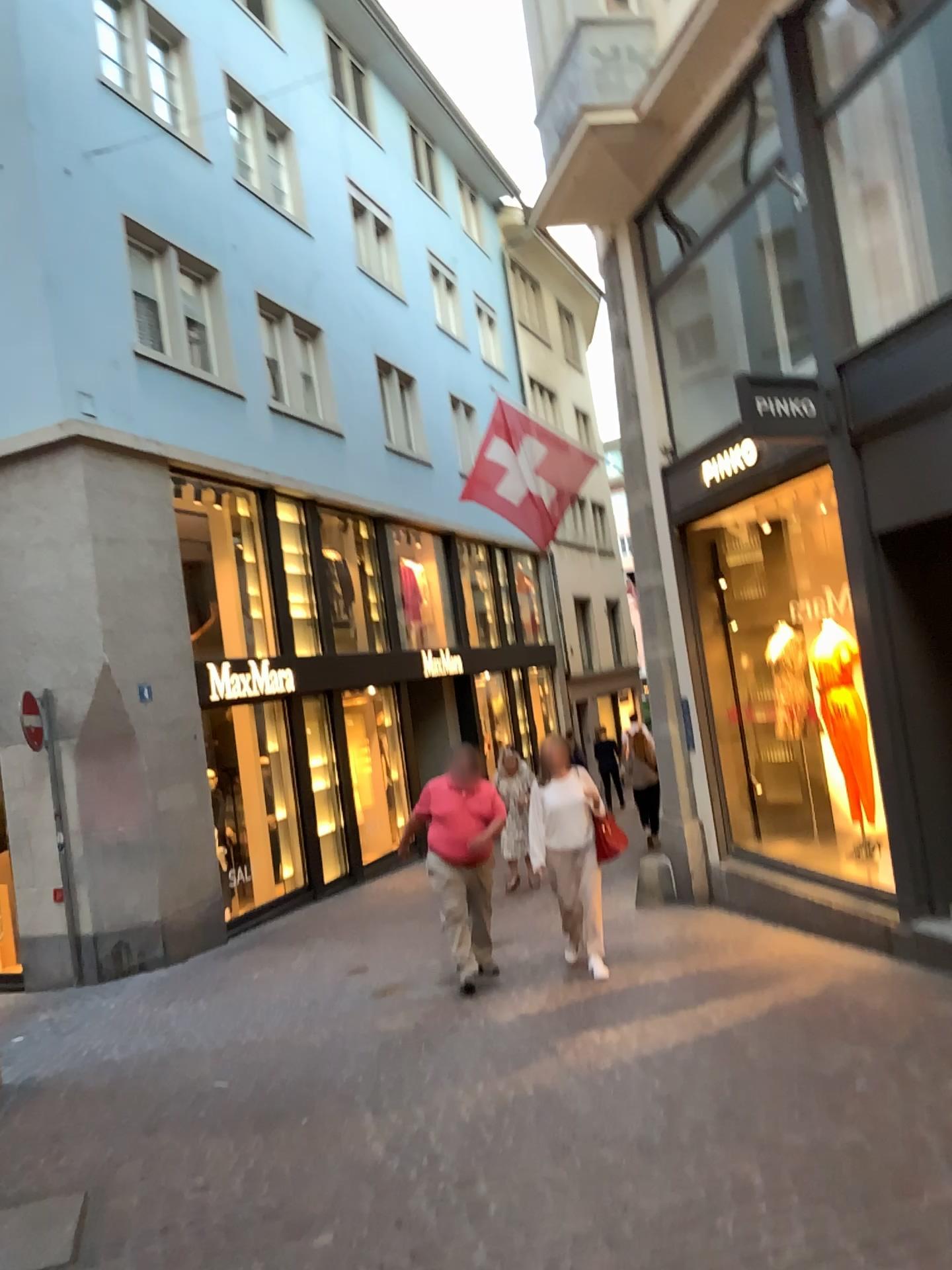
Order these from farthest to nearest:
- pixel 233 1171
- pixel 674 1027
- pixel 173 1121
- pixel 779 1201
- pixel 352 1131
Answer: pixel 674 1027 < pixel 173 1121 < pixel 352 1131 < pixel 233 1171 < pixel 779 1201
